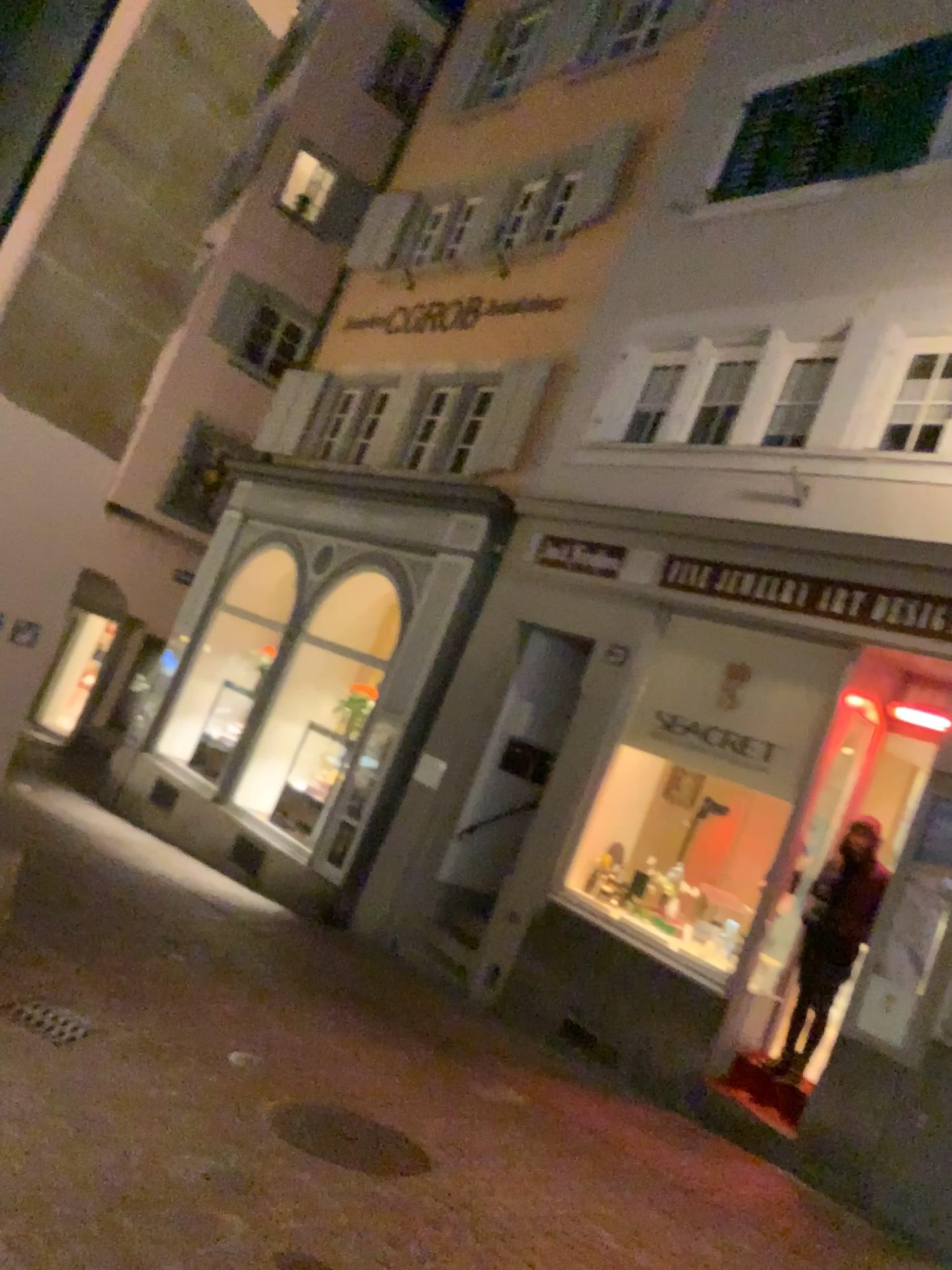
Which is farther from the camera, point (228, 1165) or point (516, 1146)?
point (516, 1146)
